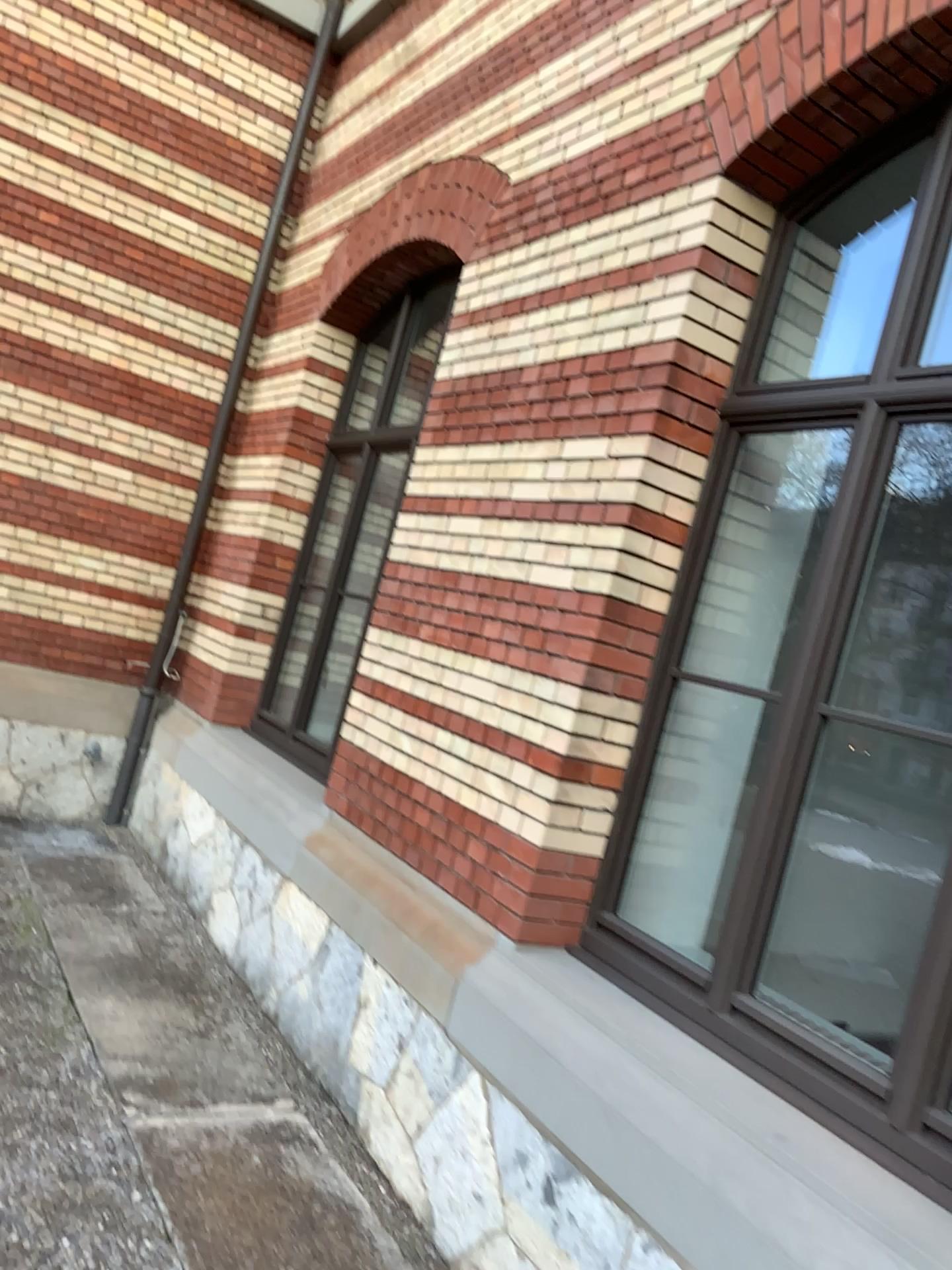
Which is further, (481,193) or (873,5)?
(481,193)

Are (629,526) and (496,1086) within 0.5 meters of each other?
no

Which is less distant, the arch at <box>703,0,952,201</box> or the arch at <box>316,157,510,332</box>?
the arch at <box>703,0,952,201</box>
